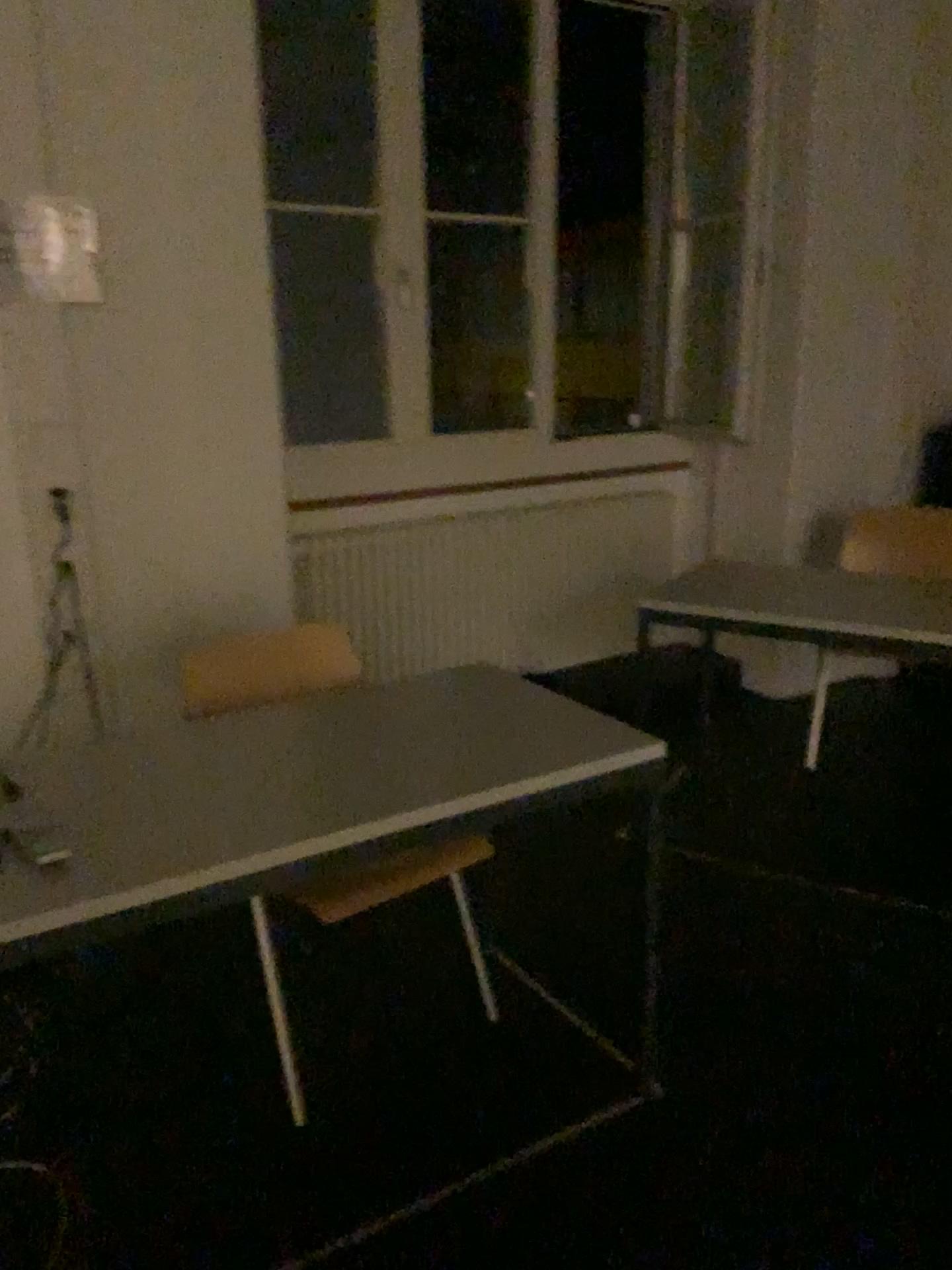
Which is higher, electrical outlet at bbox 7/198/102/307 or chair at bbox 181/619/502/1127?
electrical outlet at bbox 7/198/102/307

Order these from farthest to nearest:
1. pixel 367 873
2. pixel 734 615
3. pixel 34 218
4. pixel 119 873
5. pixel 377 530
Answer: pixel 377 530, pixel 734 615, pixel 34 218, pixel 367 873, pixel 119 873

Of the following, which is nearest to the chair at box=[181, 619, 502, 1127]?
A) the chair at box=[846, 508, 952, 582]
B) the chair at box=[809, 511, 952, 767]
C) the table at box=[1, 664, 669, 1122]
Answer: the table at box=[1, 664, 669, 1122]

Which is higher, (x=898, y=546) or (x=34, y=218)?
(x=34, y=218)

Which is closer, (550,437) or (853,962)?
(853,962)

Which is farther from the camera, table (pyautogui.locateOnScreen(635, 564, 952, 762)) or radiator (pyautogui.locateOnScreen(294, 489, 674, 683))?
radiator (pyautogui.locateOnScreen(294, 489, 674, 683))

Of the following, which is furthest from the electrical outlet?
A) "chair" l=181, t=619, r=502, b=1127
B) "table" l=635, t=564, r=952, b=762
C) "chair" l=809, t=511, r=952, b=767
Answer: Answer: "chair" l=809, t=511, r=952, b=767

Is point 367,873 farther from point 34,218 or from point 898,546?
point 898,546

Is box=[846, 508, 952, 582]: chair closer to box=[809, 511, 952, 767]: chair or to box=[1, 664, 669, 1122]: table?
box=[809, 511, 952, 767]: chair

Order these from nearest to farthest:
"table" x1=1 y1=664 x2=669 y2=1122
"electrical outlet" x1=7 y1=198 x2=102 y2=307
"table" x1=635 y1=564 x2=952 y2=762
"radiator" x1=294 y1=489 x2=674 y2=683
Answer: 1. "table" x1=1 y1=664 x2=669 y2=1122
2. "electrical outlet" x1=7 y1=198 x2=102 y2=307
3. "table" x1=635 y1=564 x2=952 y2=762
4. "radiator" x1=294 y1=489 x2=674 y2=683
